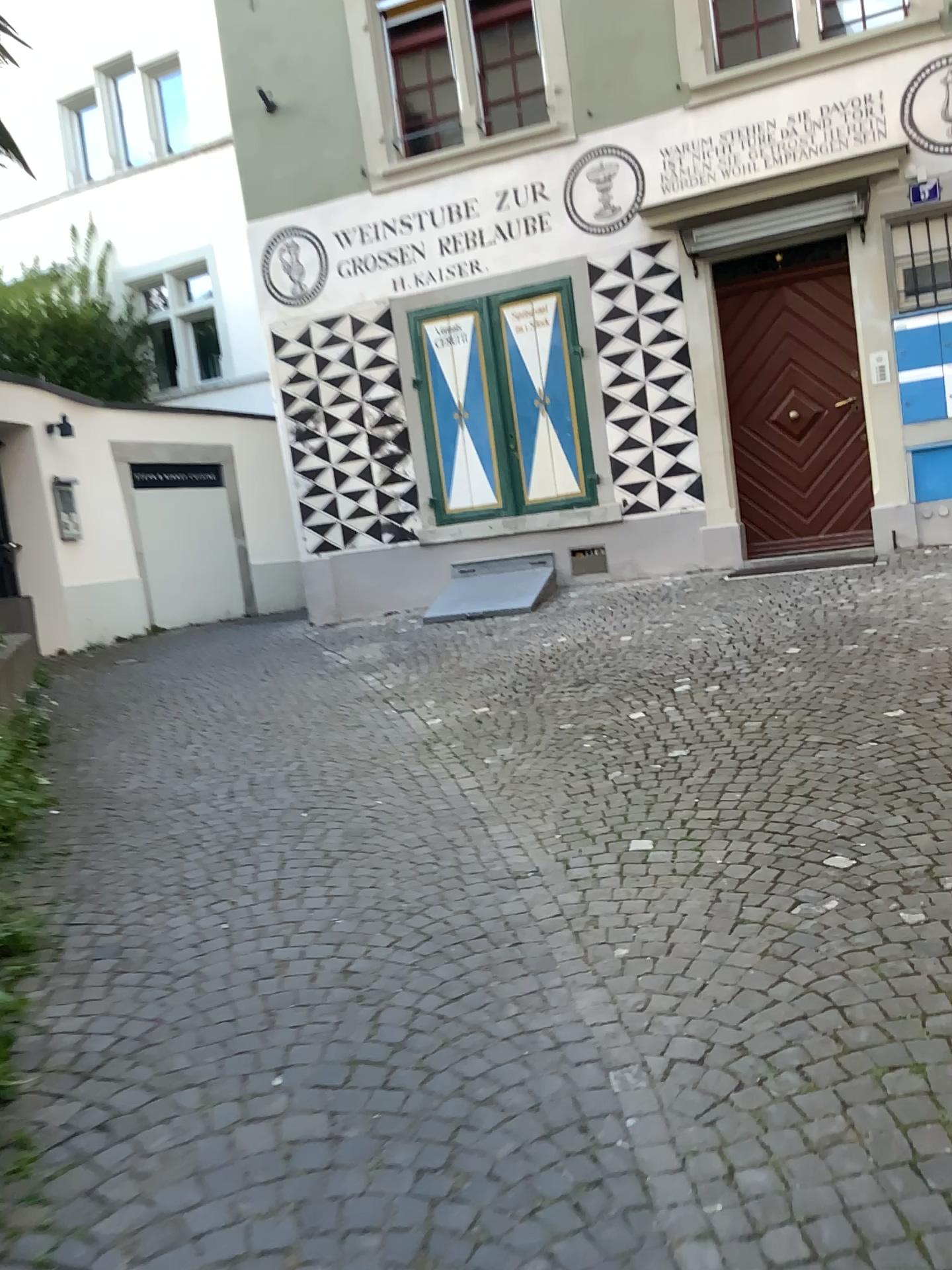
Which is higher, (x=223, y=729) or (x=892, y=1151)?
(x=223, y=729)
